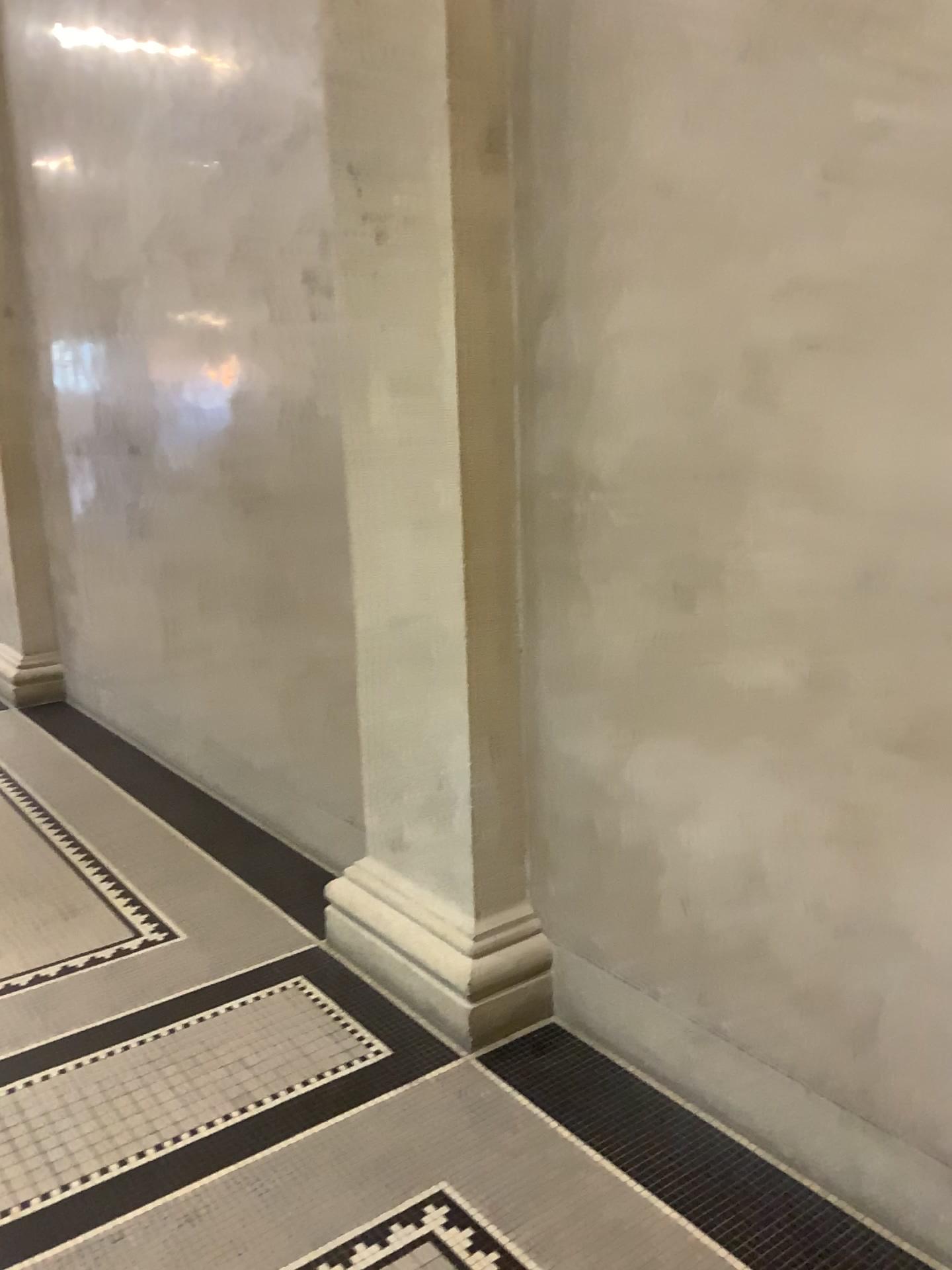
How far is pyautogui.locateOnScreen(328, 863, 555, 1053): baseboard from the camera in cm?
266

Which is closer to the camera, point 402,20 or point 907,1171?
point 907,1171

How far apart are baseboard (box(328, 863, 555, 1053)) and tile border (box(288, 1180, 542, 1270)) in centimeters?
53cm

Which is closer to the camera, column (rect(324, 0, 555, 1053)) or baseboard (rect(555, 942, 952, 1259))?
baseboard (rect(555, 942, 952, 1259))

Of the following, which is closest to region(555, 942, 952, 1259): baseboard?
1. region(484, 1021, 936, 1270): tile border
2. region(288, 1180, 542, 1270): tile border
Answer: region(484, 1021, 936, 1270): tile border

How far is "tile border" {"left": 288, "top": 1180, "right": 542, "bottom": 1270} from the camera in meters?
2.0 m

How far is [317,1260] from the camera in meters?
2.0

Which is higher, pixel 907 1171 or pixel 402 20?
pixel 402 20

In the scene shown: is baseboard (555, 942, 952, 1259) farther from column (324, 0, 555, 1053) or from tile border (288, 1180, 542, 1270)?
tile border (288, 1180, 542, 1270)

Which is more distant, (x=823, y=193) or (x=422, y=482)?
(x=422, y=482)
